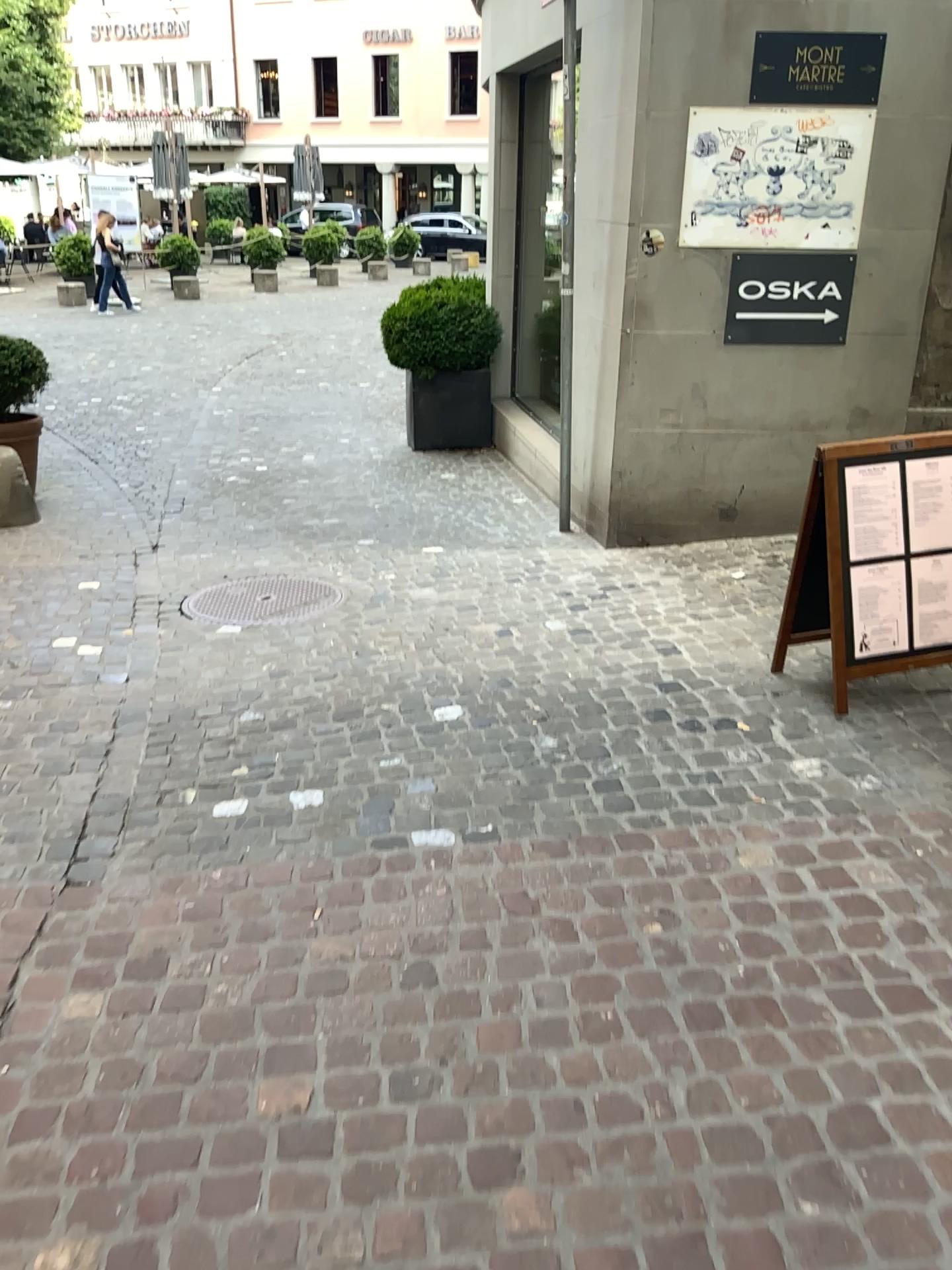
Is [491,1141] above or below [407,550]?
below
